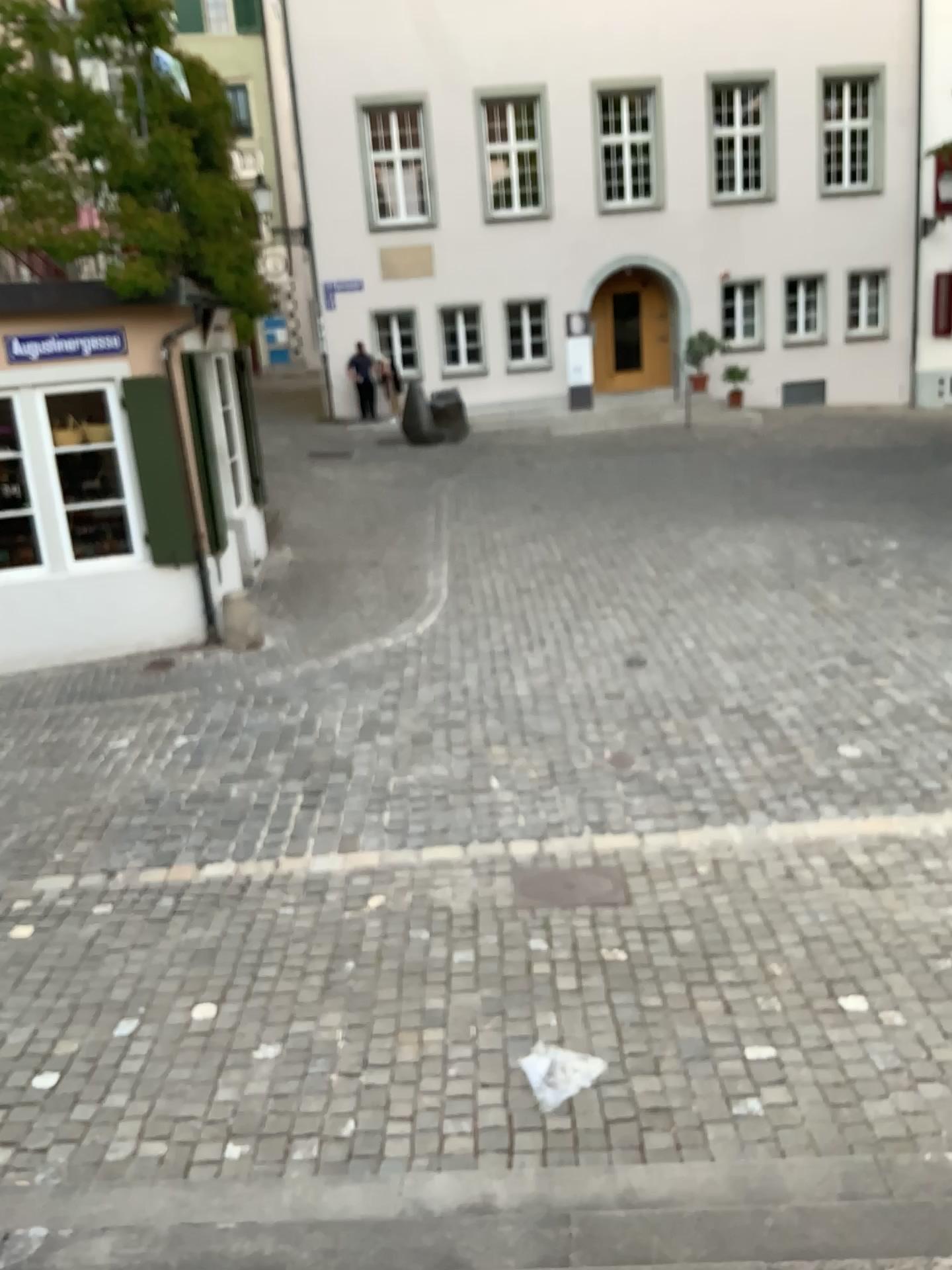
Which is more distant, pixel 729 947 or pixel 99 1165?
pixel 729 947
